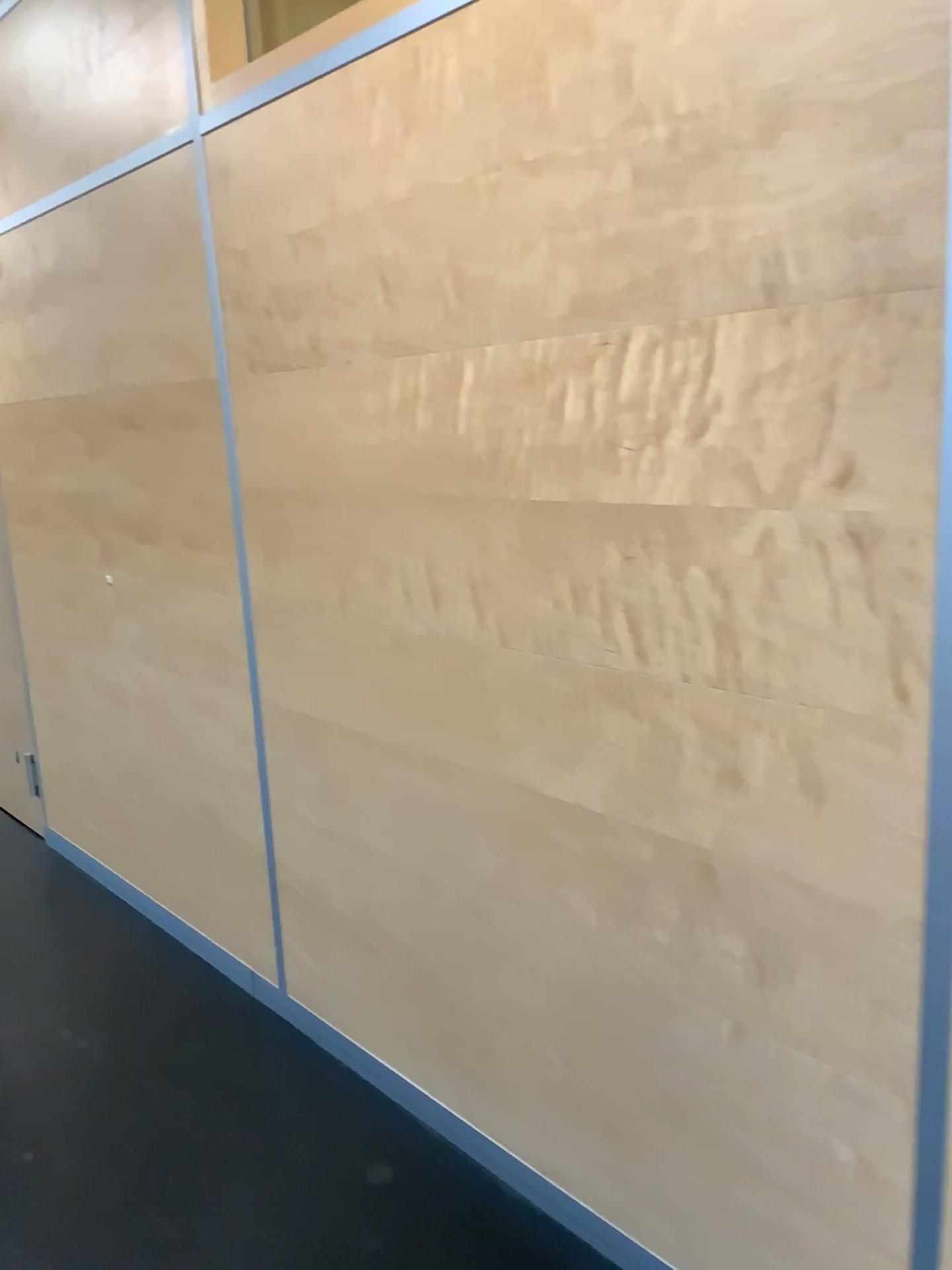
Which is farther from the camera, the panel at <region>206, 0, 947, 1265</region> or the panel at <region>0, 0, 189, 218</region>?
the panel at <region>0, 0, 189, 218</region>

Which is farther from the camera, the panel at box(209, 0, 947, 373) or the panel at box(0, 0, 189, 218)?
the panel at box(0, 0, 189, 218)

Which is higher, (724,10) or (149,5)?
(149,5)

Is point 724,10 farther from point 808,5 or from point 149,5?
point 149,5

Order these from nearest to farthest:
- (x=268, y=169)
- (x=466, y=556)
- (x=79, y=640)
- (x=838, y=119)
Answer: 1. (x=838, y=119)
2. (x=466, y=556)
3. (x=268, y=169)
4. (x=79, y=640)

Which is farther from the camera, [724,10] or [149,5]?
[149,5]
